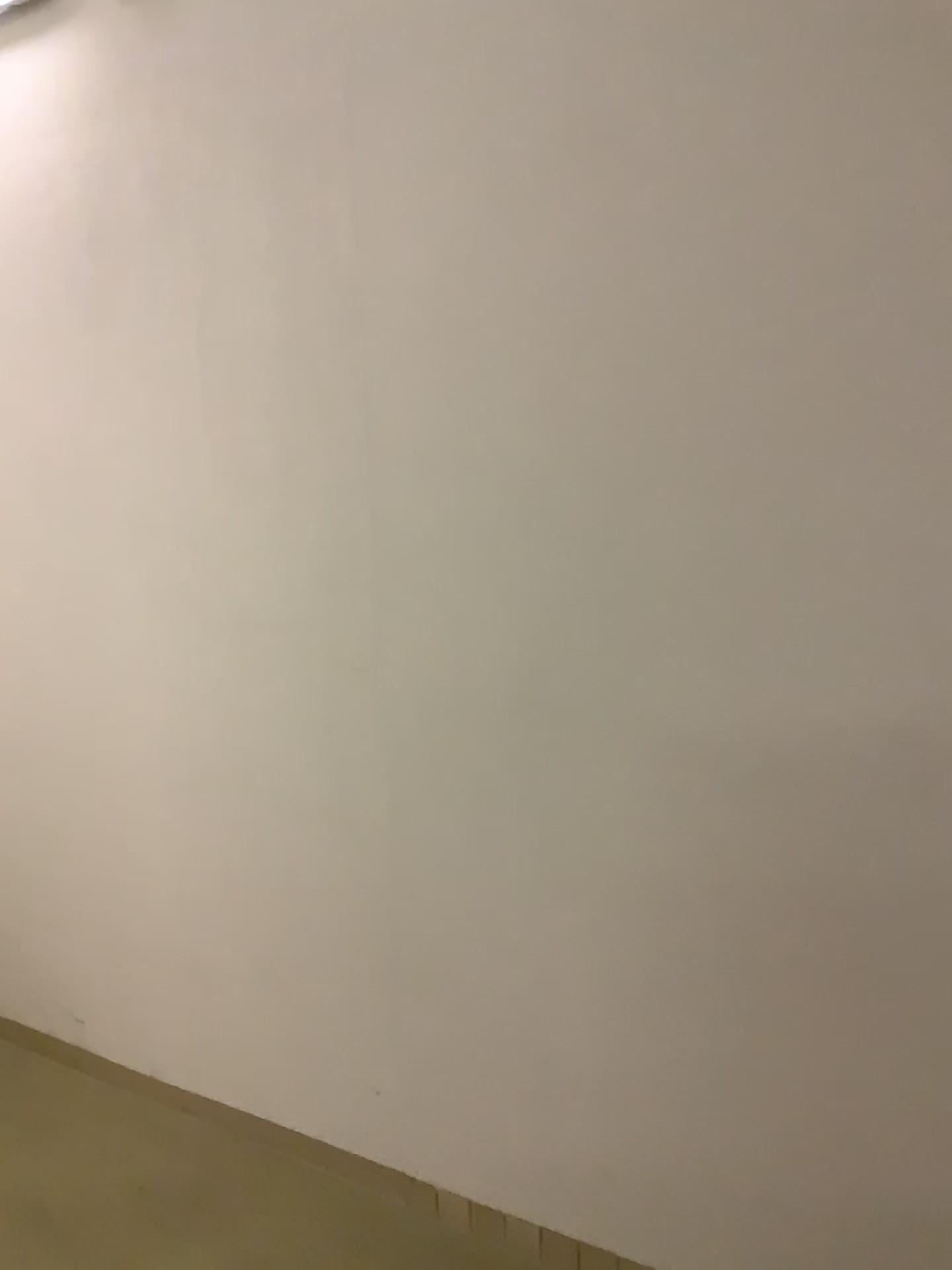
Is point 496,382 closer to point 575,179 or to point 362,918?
point 575,179
